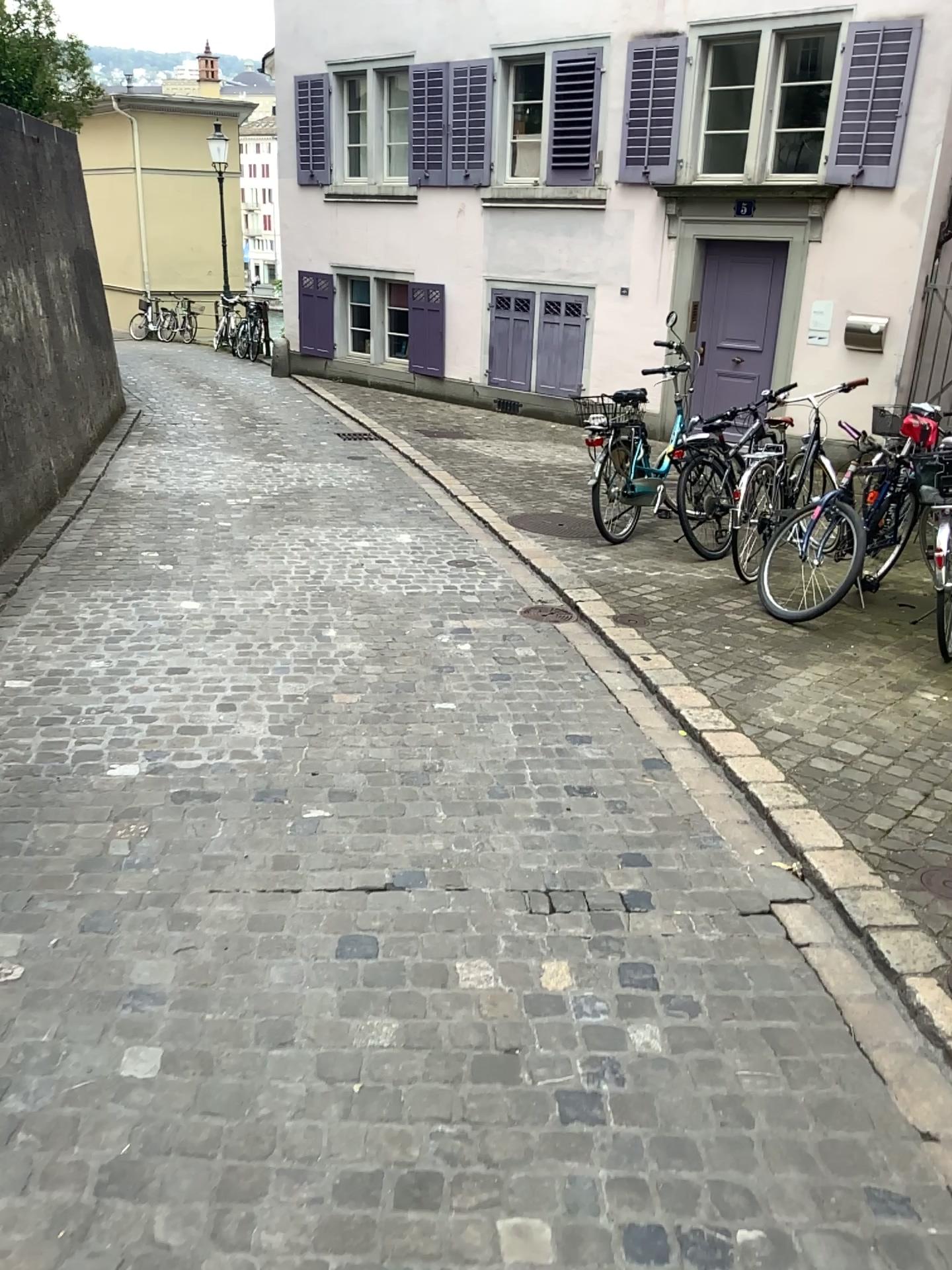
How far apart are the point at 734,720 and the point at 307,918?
2.02m
